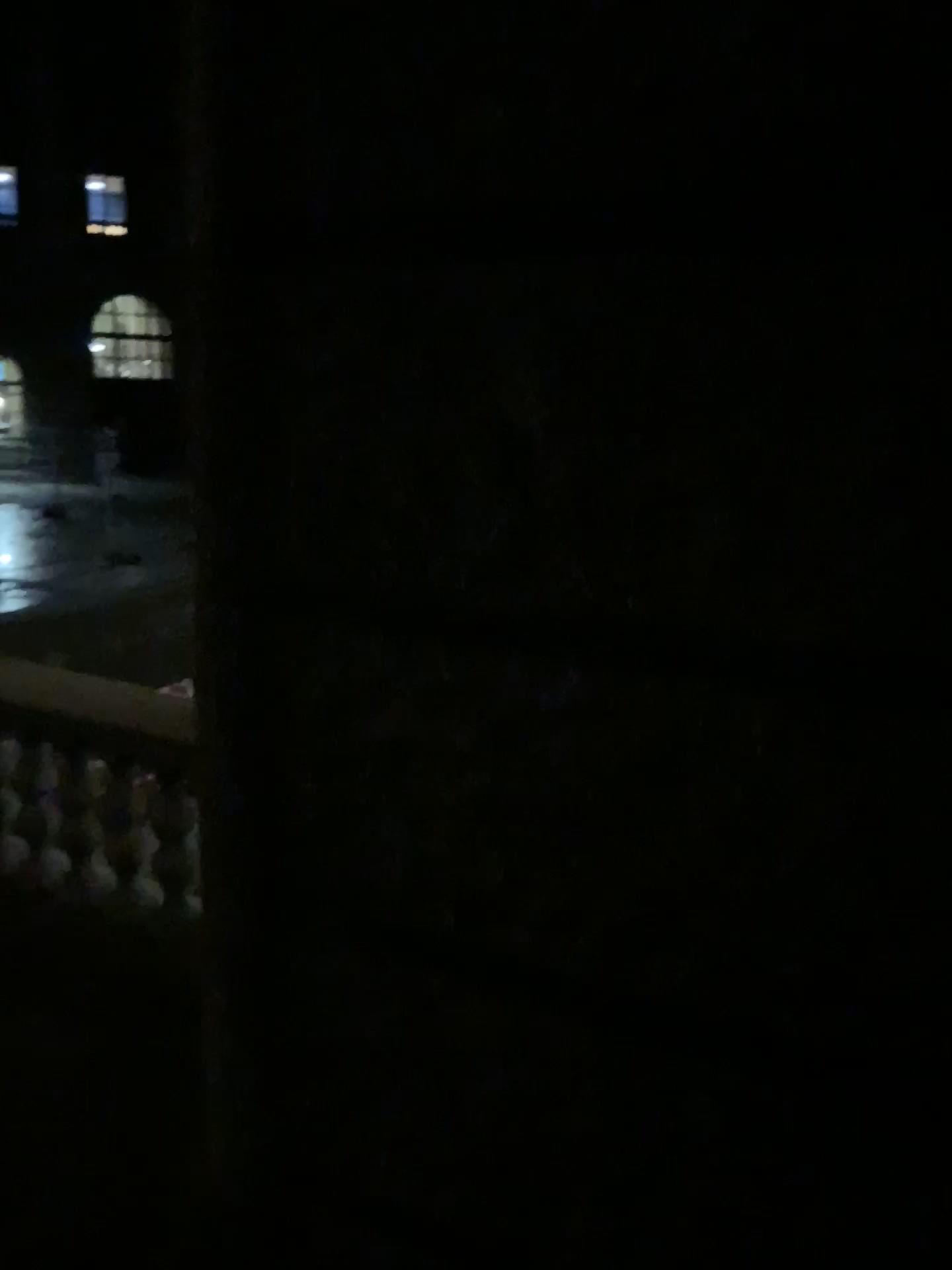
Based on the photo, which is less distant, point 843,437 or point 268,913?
point 843,437

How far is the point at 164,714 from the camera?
3.48m

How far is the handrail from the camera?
3.48m
